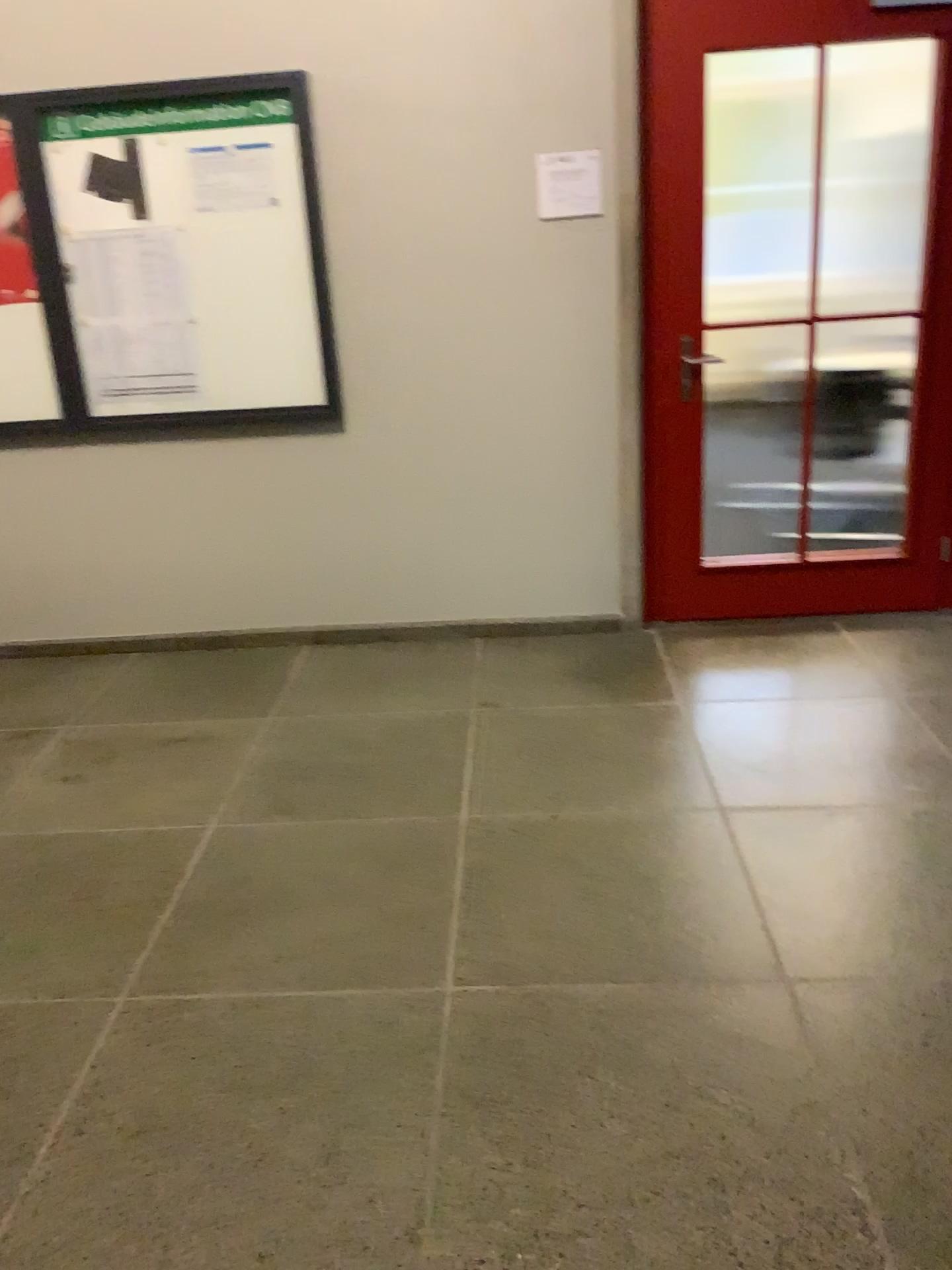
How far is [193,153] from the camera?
3.6 meters

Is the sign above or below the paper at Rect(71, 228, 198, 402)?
above

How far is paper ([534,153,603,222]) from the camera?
3.6m

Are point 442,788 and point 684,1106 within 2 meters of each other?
yes

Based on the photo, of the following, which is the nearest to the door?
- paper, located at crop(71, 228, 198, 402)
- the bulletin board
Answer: the bulletin board

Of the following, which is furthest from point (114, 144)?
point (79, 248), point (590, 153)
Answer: point (590, 153)

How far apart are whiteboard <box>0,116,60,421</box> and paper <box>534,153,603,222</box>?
1.8 meters

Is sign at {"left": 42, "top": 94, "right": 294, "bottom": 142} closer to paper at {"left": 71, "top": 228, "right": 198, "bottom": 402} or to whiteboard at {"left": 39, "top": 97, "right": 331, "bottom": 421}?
whiteboard at {"left": 39, "top": 97, "right": 331, "bottom": 421}

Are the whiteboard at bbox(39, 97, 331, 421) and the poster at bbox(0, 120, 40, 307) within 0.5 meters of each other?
yes

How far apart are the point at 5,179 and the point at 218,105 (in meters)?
0.78
